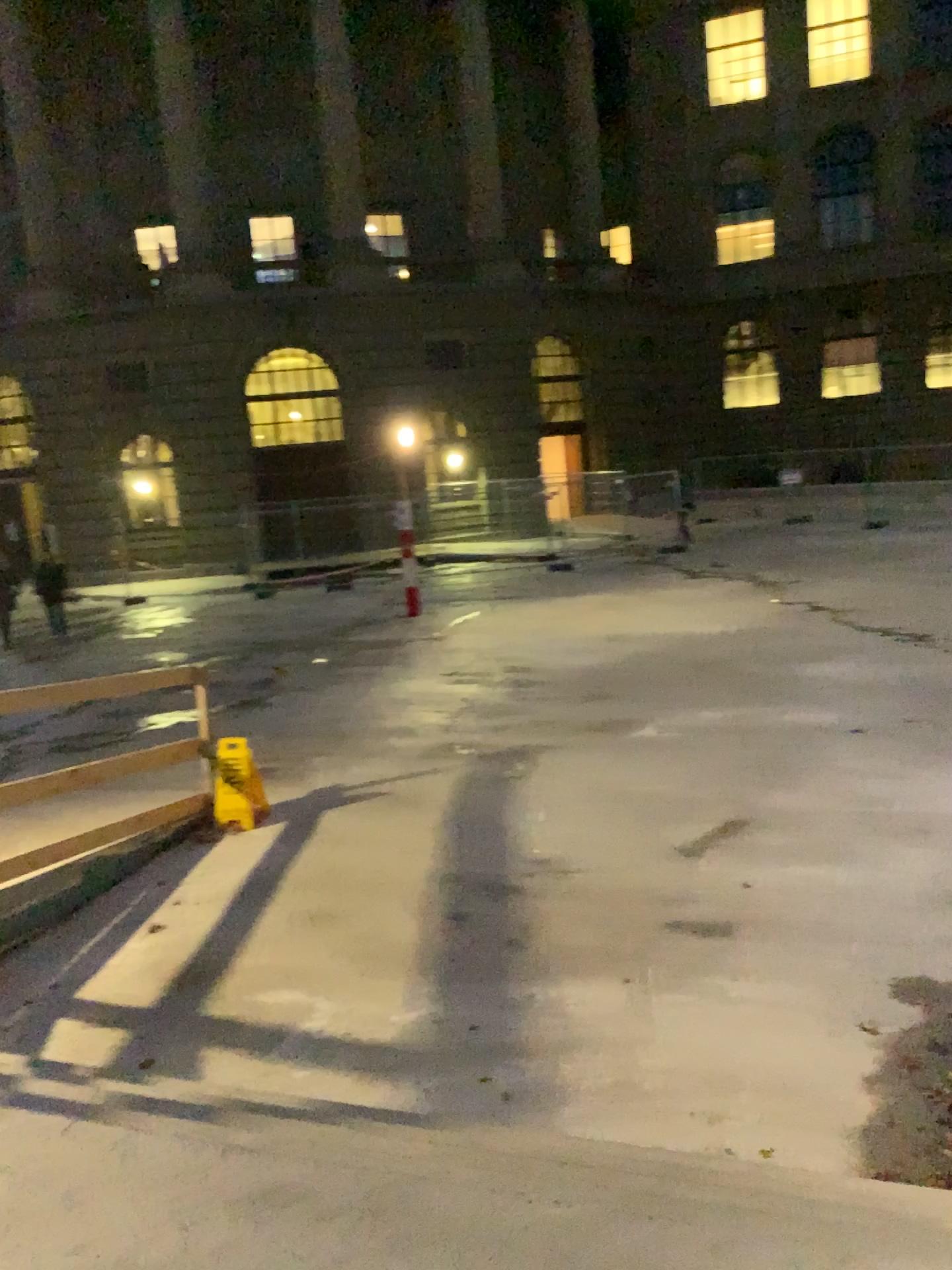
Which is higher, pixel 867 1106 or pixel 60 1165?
pixel 60 1165
